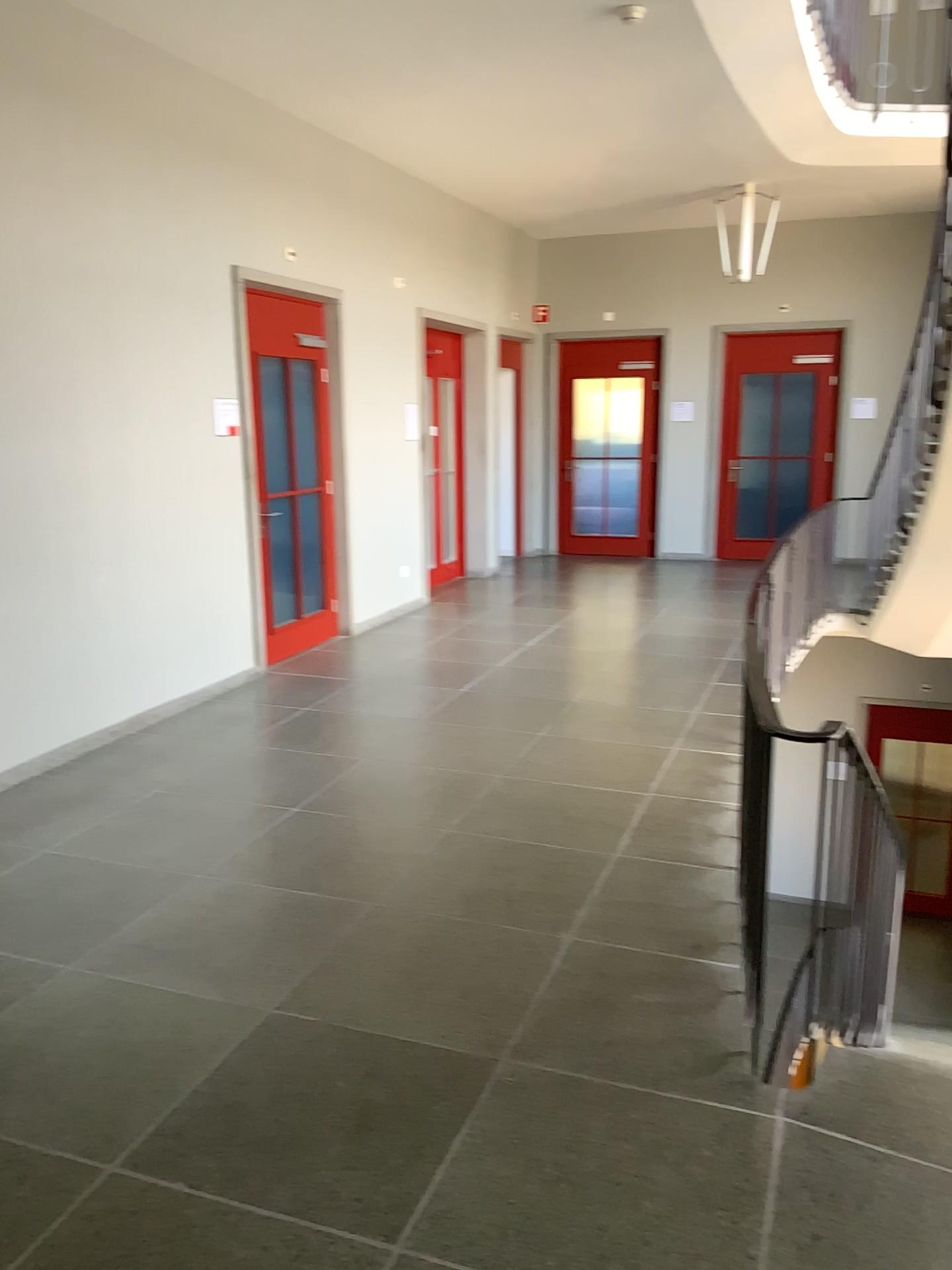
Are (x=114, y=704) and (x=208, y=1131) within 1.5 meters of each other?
no
